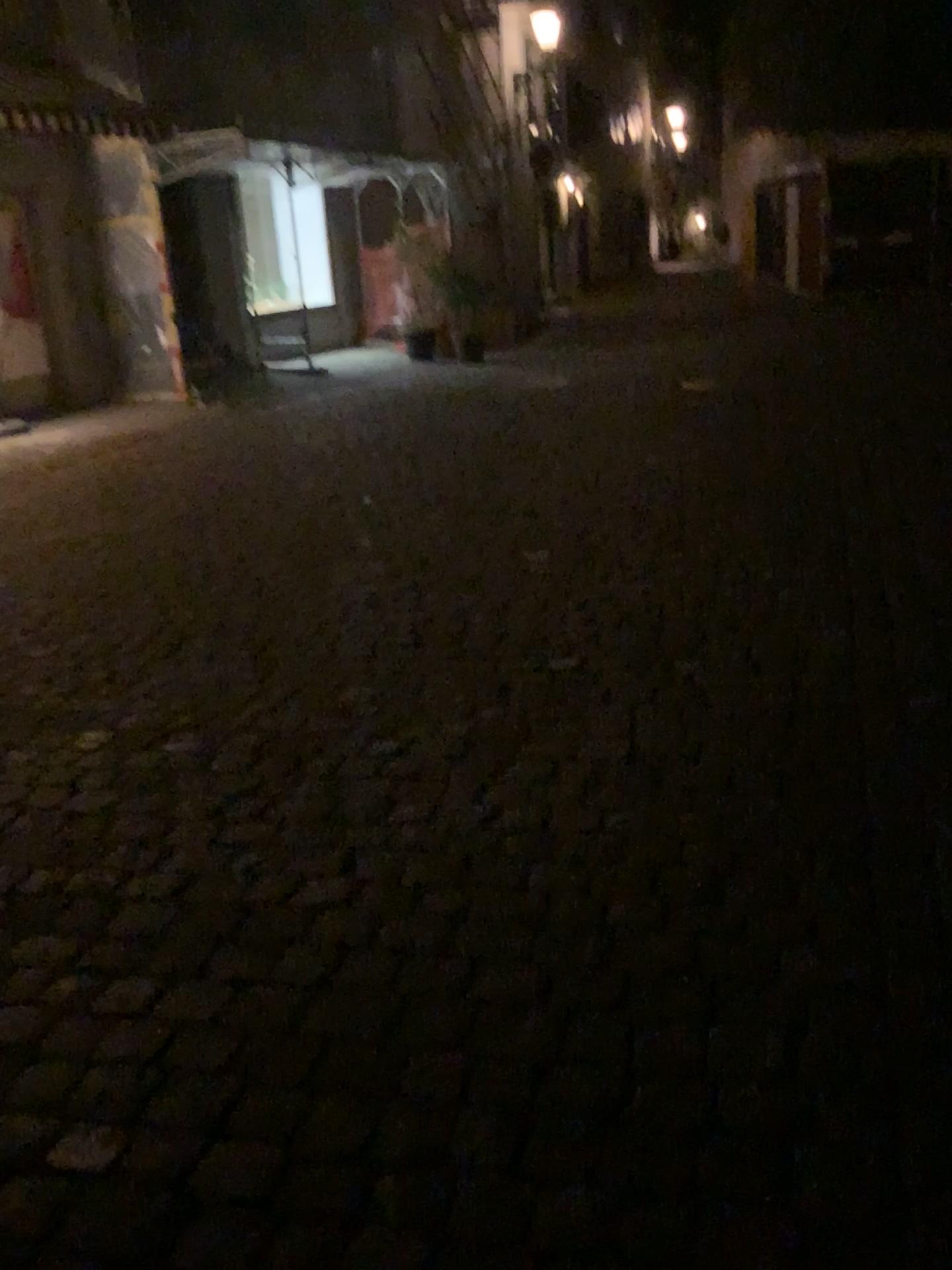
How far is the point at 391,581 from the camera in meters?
4.6 m
